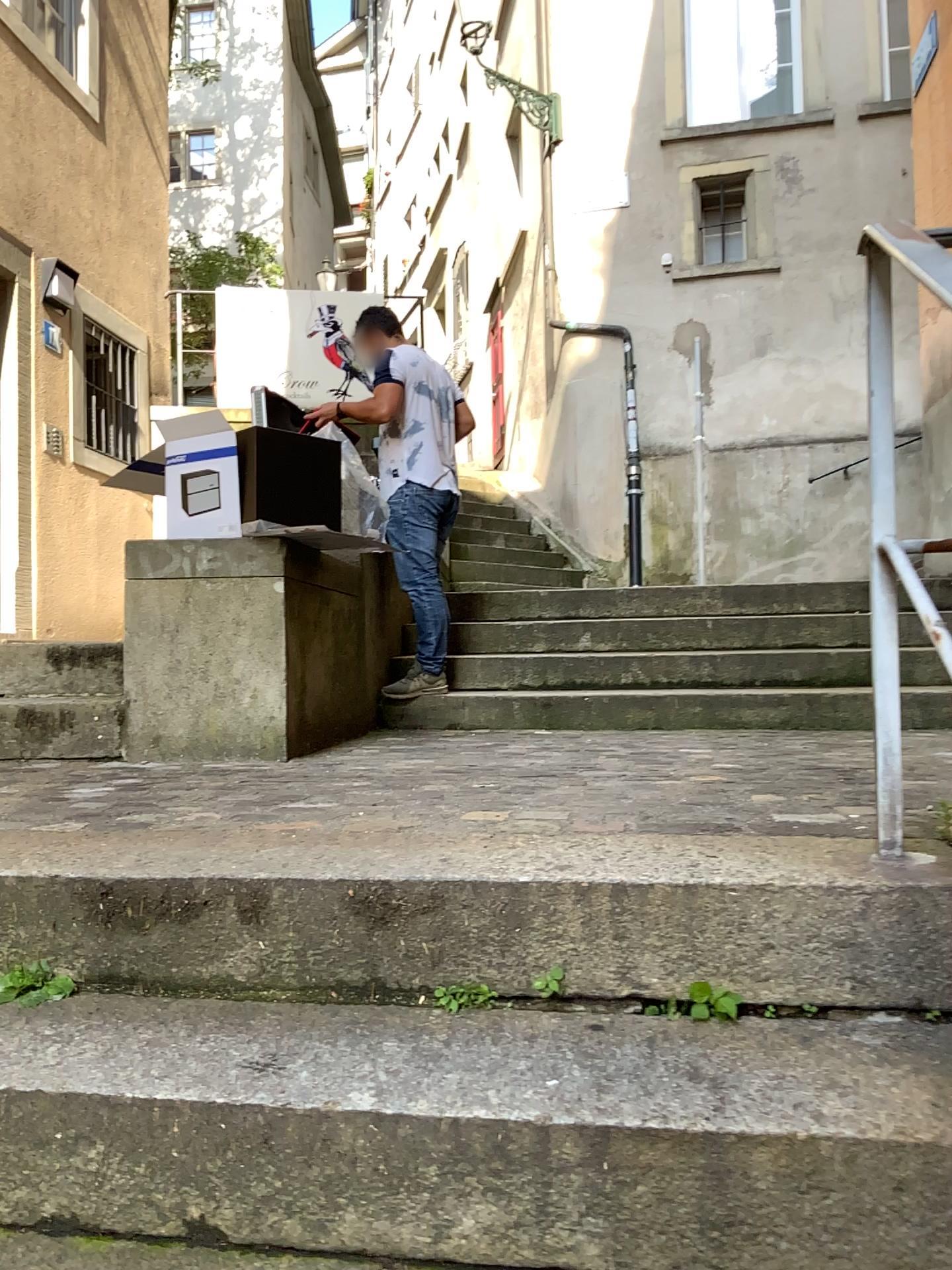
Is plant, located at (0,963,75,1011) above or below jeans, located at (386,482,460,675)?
below

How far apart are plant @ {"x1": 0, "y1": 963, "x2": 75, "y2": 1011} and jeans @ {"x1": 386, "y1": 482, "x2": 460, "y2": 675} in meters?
2.8 m

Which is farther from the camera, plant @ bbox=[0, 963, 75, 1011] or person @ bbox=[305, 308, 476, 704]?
person @ bbox=[305, 308, 476, 704]

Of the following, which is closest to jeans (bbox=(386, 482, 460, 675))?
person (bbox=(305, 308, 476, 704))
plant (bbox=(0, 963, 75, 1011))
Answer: person (bbox=(305, 308, 476, 704))

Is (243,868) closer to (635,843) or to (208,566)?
(635,843)

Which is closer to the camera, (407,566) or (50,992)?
(50,992)

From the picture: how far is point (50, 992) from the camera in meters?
1.5 m

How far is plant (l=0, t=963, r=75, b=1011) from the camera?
1.51m

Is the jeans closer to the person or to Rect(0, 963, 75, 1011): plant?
the person

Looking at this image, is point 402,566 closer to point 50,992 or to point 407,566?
point 407,566
